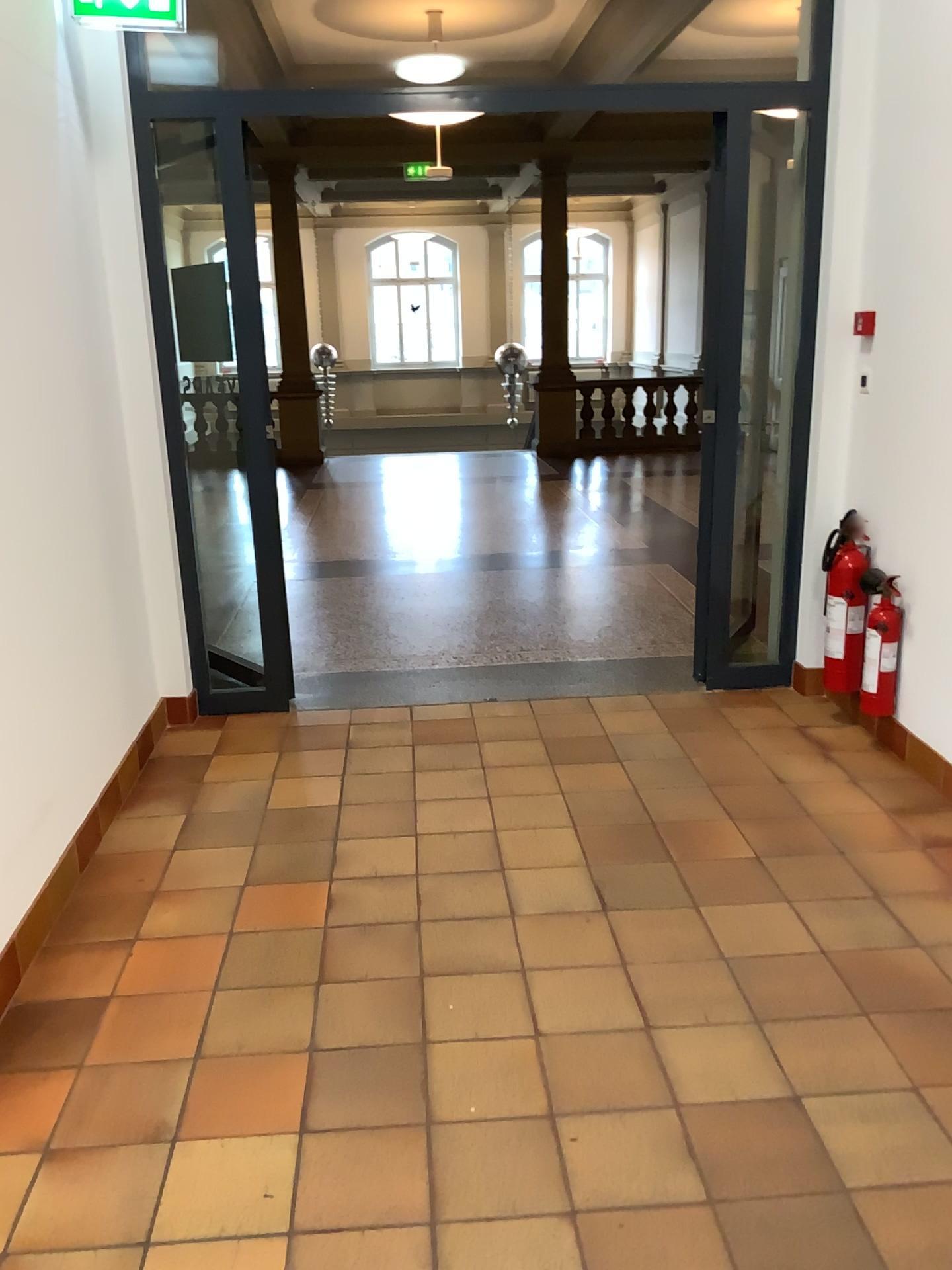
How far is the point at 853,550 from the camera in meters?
3.9

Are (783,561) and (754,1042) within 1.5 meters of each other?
no

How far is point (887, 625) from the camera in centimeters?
376cm

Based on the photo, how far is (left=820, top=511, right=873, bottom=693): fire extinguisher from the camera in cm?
390

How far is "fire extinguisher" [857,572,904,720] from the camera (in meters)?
3.76

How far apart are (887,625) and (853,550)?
0.3m
